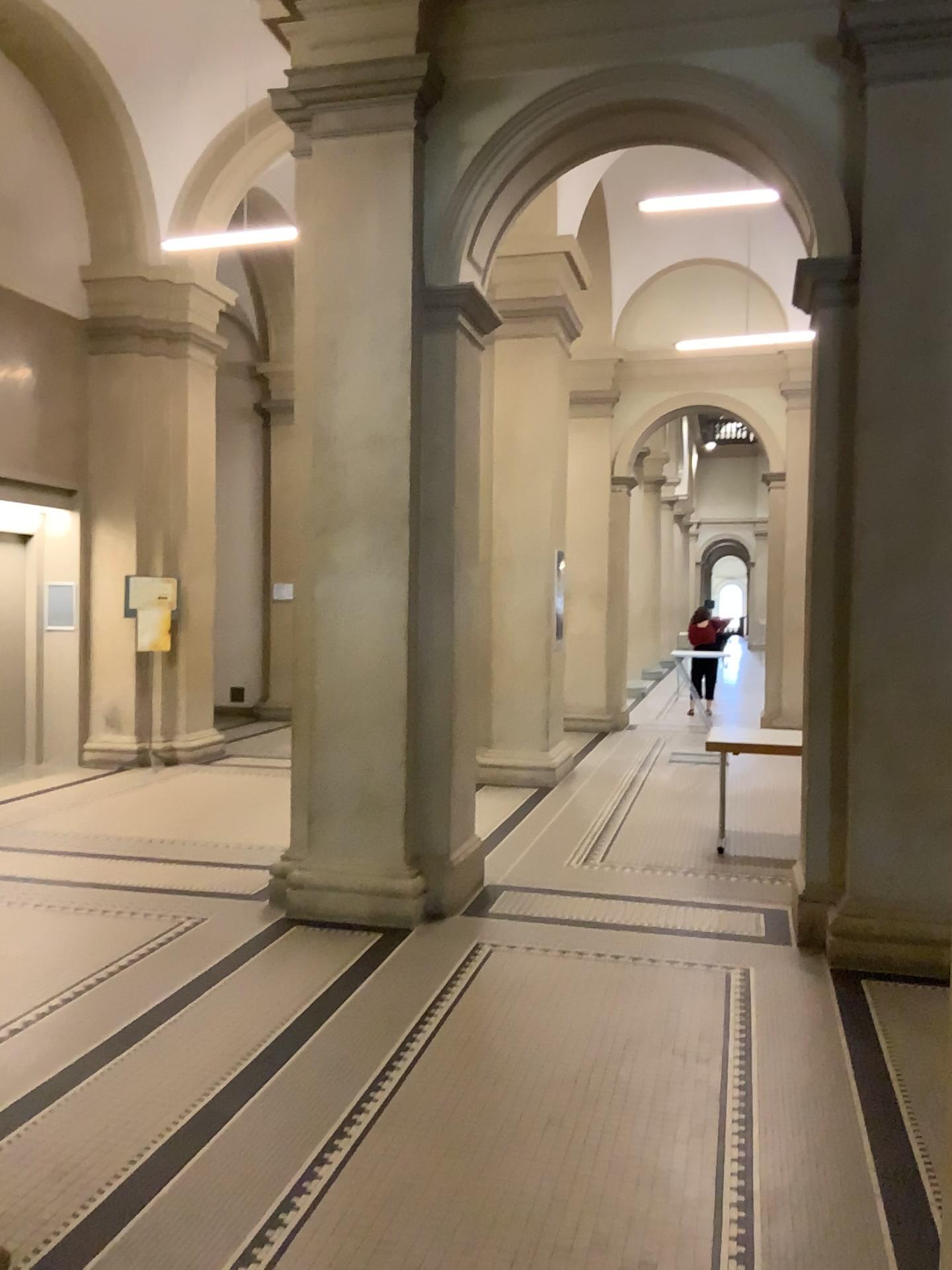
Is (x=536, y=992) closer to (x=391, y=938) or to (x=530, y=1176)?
(x=391, y=938)
